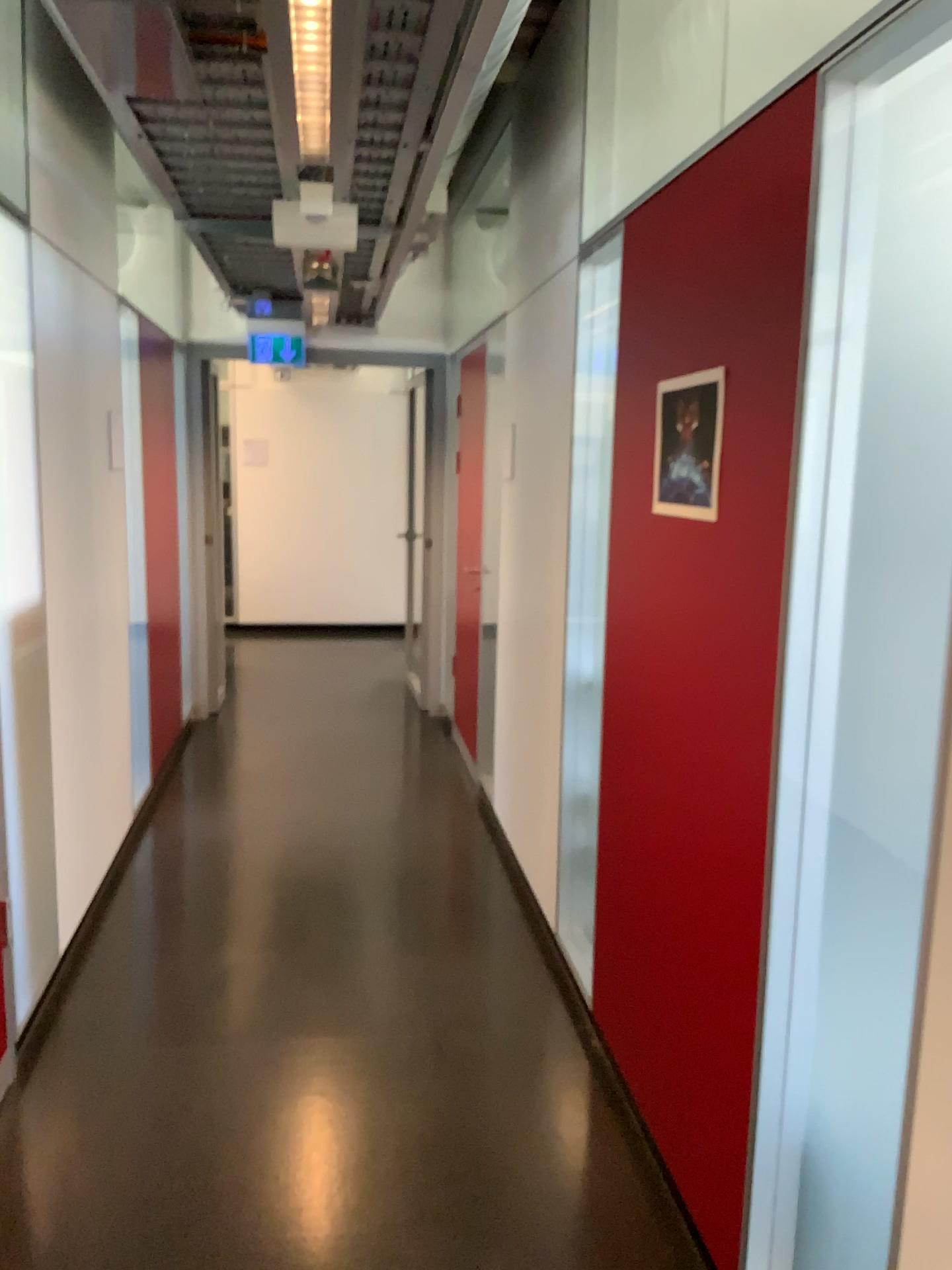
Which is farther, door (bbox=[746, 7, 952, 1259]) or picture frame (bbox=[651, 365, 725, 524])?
picture frame (bbox=[651, 365, 725, 524])

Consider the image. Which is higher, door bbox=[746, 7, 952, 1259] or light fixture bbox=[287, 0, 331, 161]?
light fixture bbox=[287, 0, 331, 161]

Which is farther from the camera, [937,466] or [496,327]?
[496,327]

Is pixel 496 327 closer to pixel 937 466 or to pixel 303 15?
pixel 303 15

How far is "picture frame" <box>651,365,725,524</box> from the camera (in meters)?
1.99

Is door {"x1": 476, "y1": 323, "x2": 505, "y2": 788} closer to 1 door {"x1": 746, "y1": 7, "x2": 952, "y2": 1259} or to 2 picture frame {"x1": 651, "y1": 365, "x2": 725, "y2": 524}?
2 picture frame {"x1": 651, "y1": 365, "x2": 725, "y2": 524}

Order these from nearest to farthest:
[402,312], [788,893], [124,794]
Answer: [788,893] < [124,794] < [402,312]

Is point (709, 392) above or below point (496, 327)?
below

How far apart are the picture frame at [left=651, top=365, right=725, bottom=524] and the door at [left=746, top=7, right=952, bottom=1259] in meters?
0.3

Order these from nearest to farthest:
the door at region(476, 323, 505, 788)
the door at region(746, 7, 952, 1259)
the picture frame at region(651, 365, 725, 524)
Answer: the door at region(746, 7, 952, 1259)
the picture frame at region(651, 365, 725, 524)
the door at region(476, 323, 505, 788)
